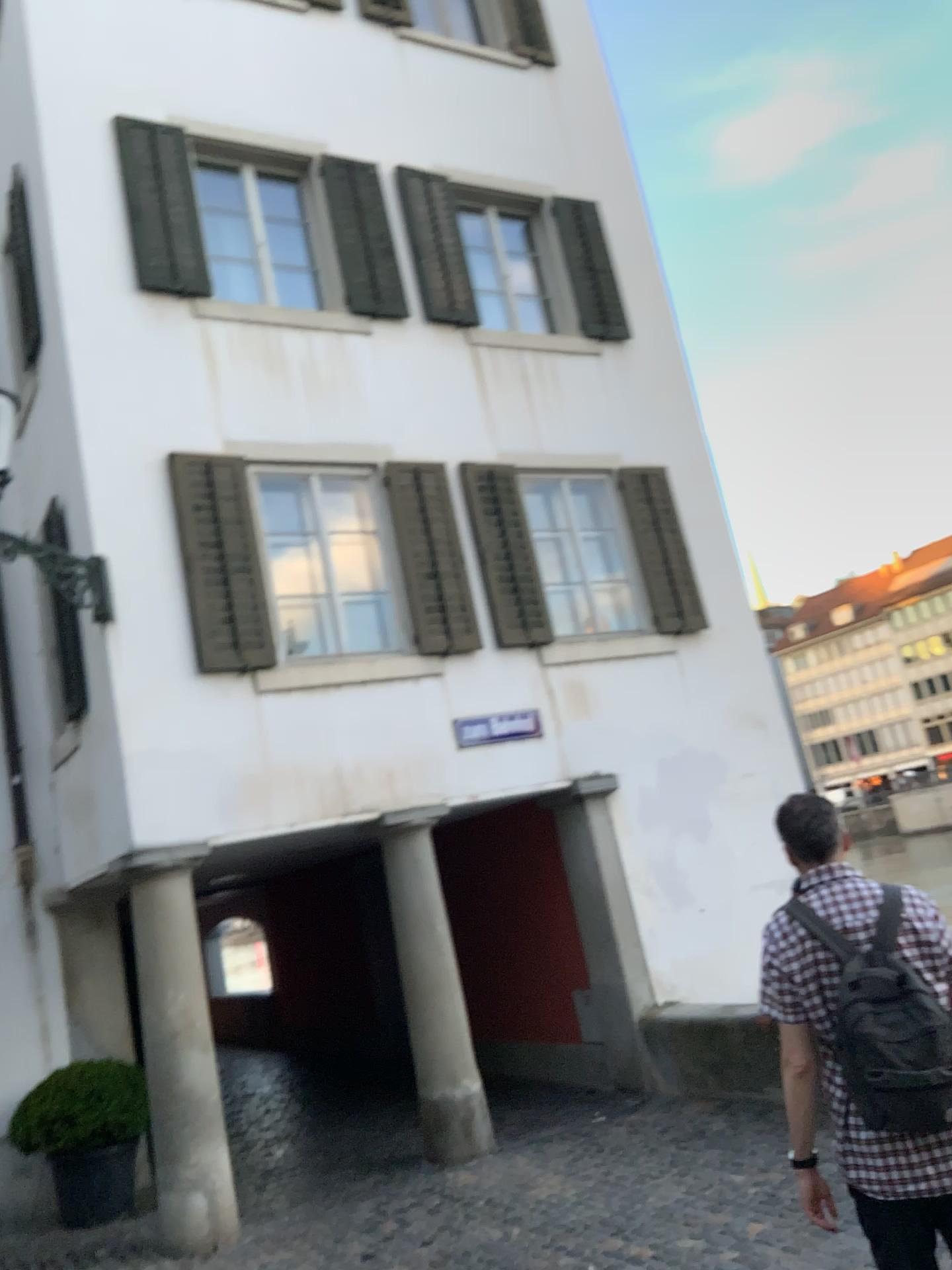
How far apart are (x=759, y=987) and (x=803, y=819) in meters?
0.4

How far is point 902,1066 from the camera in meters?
2.4 m

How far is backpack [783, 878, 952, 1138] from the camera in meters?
2.4
